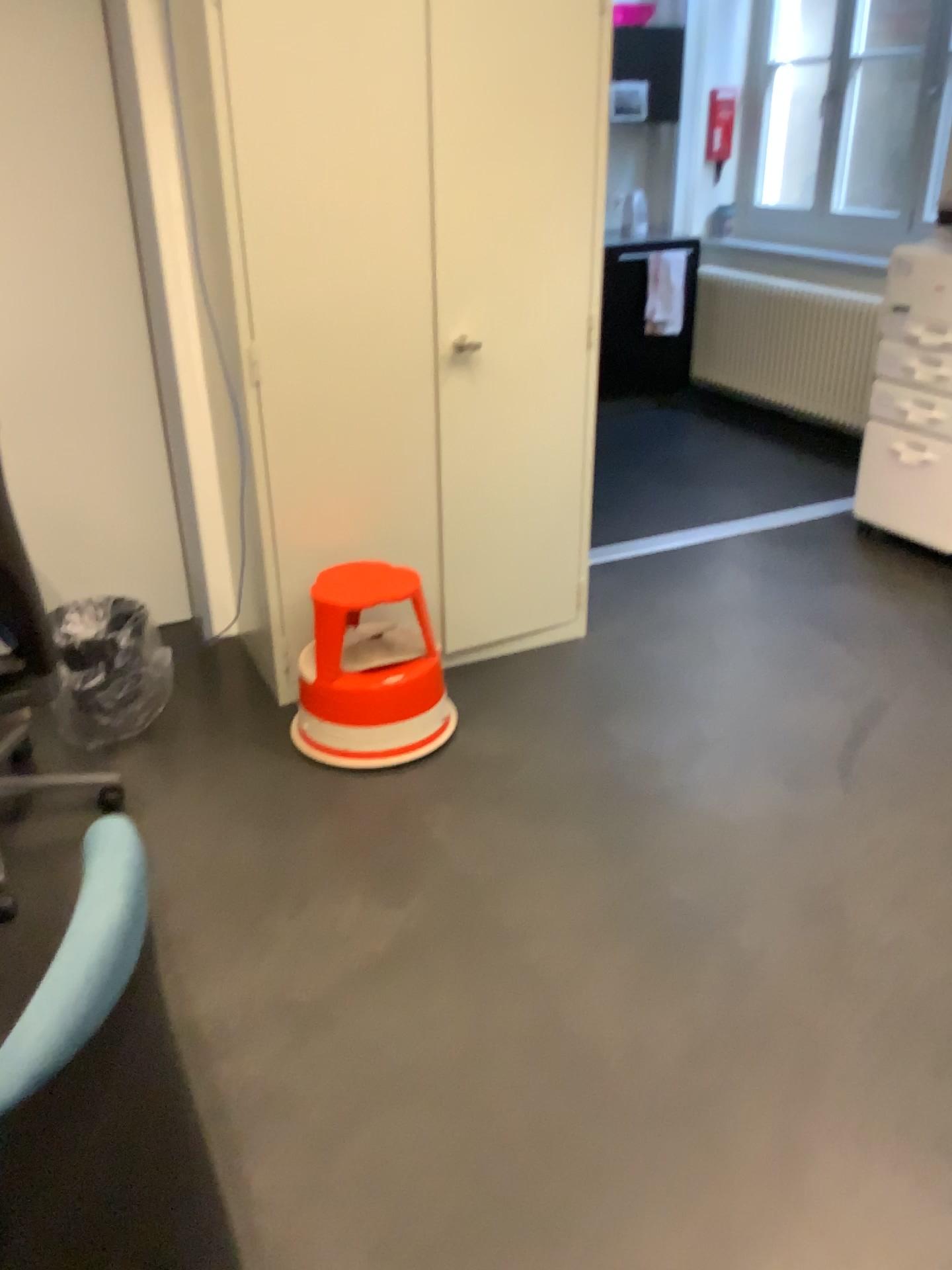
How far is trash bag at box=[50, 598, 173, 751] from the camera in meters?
2.6

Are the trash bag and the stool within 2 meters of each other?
yes

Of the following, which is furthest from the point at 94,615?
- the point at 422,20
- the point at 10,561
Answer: the point at 422,20

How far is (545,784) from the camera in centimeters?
257cm

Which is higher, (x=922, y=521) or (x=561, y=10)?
(x=561, y=10)

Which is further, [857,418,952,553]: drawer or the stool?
[857,418,952,553]: drawer

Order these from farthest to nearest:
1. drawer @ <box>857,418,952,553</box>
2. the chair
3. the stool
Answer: drawer @ <box>857,418,952,553</box>
the stool
the chair

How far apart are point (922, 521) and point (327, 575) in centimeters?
221cm

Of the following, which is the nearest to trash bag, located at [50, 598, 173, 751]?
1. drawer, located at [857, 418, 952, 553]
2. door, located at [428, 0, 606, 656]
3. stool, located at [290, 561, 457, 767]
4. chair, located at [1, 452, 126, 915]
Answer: chair, located at [1, 452, 126, 915]

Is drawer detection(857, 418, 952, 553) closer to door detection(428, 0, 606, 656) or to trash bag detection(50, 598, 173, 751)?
door detection(428, 0, 606, 656)
